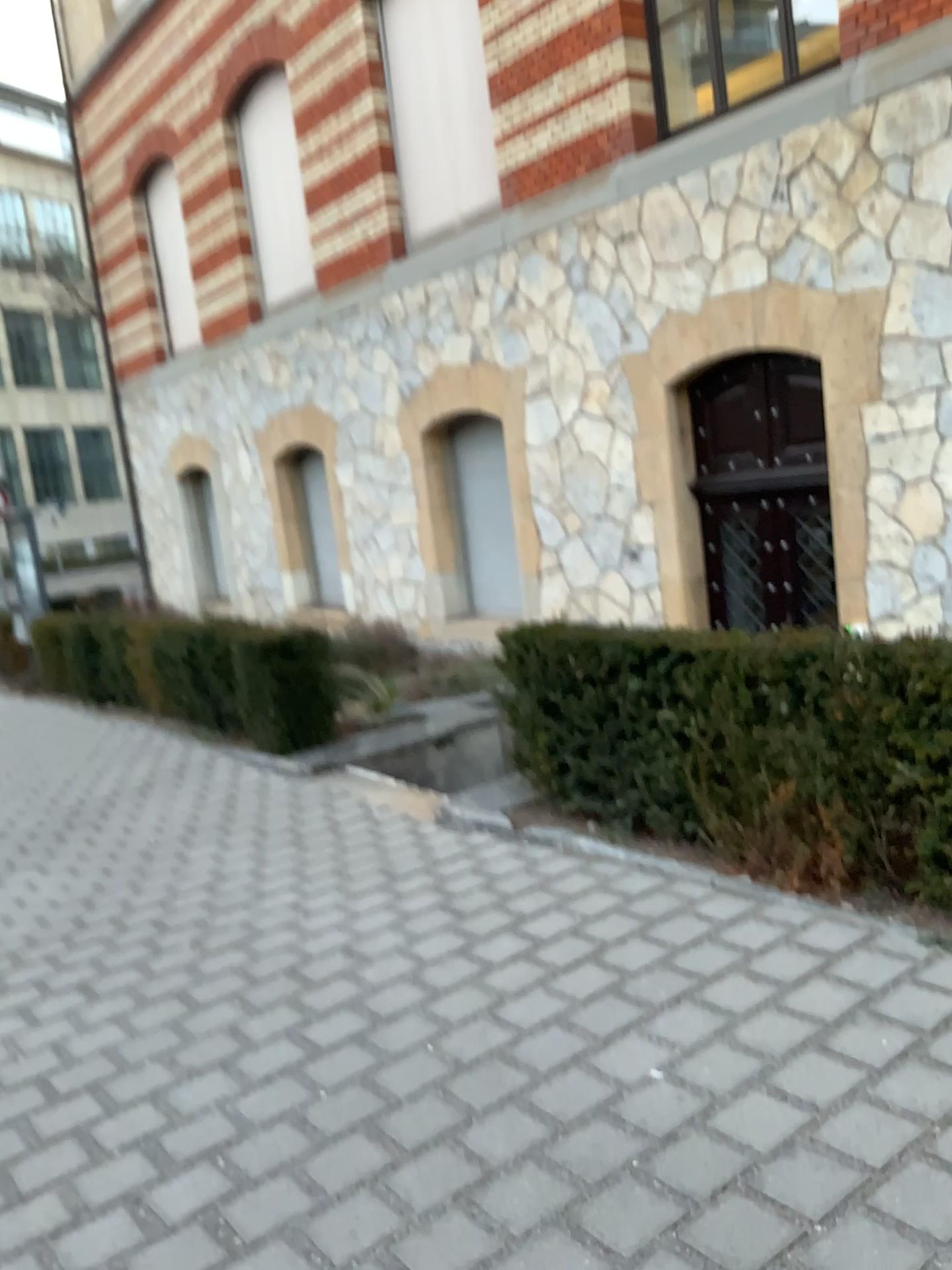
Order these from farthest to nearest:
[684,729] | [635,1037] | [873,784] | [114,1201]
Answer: [684,729] → [873,784] → [635,1037] → [114,1201]
